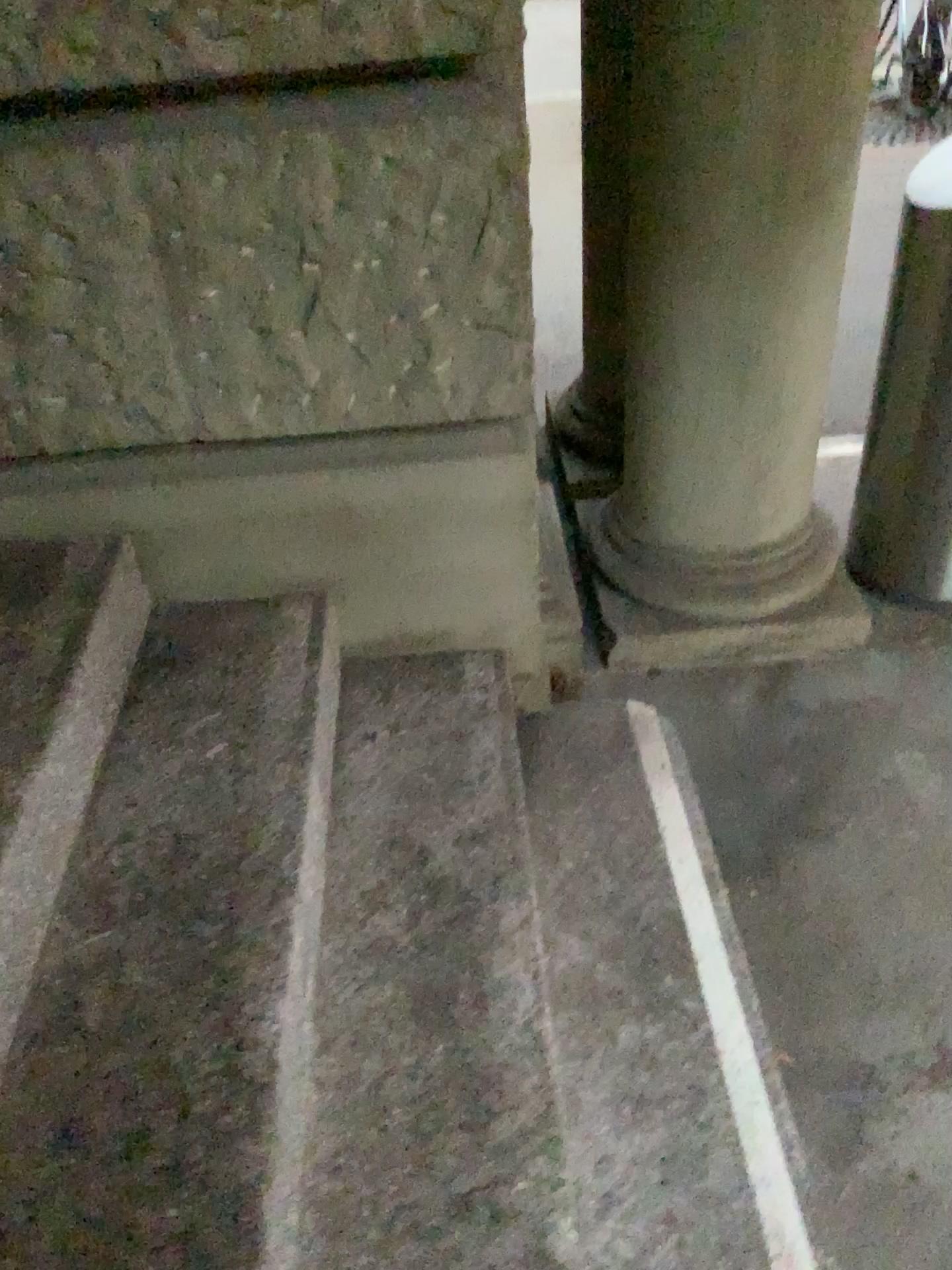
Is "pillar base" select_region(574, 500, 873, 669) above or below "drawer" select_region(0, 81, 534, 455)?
below

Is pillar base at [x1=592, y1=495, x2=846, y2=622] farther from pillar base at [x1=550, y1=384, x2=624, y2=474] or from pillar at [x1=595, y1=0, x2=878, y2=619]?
pillar base at [x1=550, y1=384, x2=624, y2=474]

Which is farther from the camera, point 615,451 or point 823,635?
point 615,451

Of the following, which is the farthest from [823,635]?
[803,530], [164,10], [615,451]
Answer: [164,10]

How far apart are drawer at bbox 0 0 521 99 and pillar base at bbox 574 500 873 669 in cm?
124

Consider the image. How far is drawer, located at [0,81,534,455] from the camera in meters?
1.4

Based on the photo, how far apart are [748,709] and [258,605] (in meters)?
1.05

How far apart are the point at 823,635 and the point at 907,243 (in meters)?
0.83

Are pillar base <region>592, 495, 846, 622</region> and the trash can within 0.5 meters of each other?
yes

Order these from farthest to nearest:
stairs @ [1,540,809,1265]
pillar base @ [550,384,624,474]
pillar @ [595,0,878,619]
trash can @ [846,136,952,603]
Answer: pillar base @ [550,384,624,474]
trash can @ [846,136,952,603]
pillar @ [595,0,878,619]
stairs @ [1,540,809,1265]
